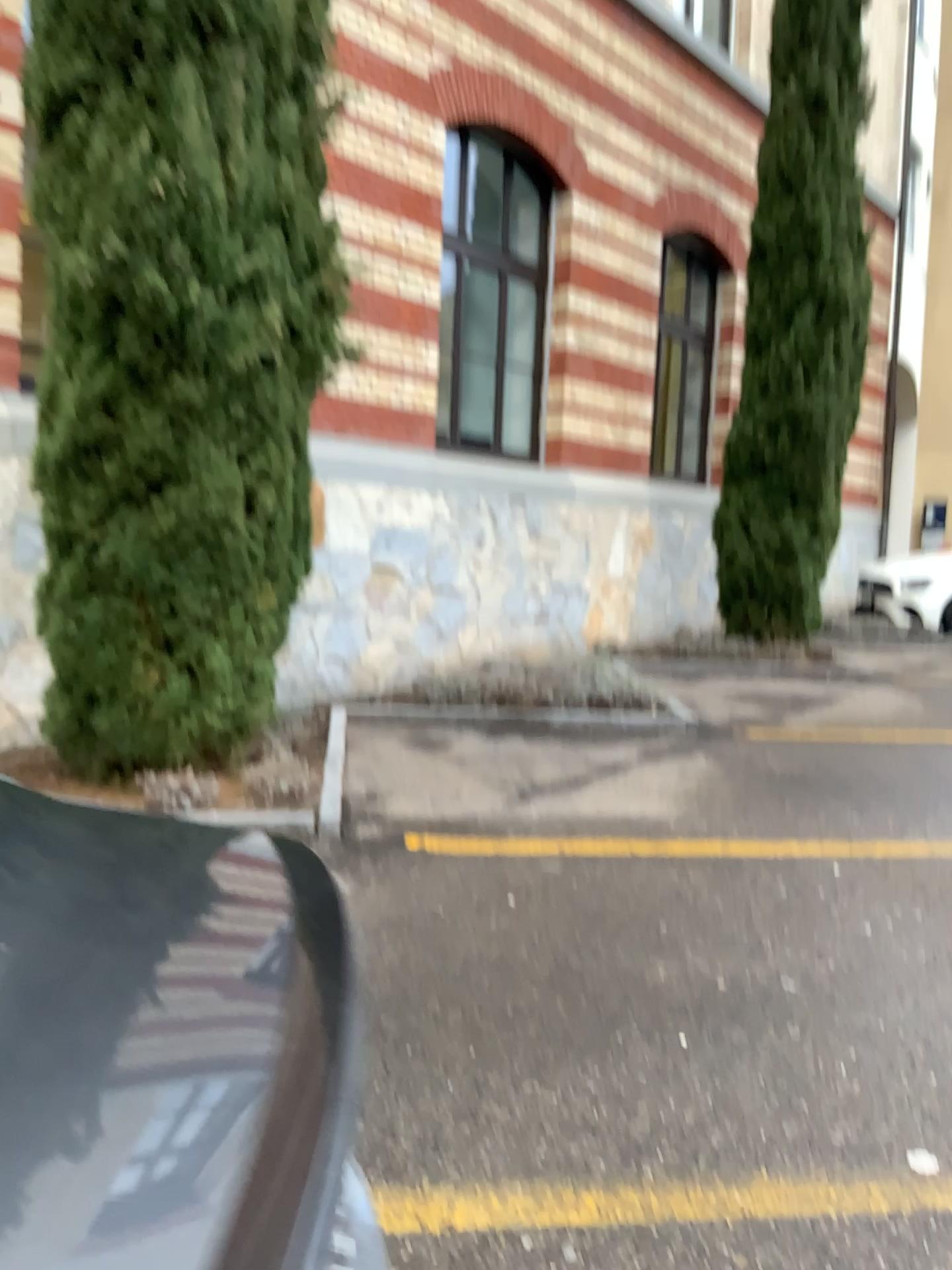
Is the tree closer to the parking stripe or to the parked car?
the parking stripe

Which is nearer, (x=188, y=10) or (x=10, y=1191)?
(x=10, y=1191)

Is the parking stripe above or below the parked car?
below

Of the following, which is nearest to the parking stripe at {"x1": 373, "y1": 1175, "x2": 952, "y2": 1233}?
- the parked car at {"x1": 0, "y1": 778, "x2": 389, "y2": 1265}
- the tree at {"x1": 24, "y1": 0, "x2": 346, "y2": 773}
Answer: the parked car at {"x1": 0, "y1": 778, "x2": 389, "y2": 1265}

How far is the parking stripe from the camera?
2.1 meters

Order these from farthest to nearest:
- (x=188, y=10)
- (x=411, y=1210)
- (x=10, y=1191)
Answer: (x=188, y=10)
(x=411, y=1210)
(x=10, y=1191)

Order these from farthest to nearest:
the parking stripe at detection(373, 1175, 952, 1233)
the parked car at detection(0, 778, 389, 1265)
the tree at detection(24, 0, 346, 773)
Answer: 1. the tree at detection(24, 0, 346, 773)
2. the parking stripe at detection(373, 1175, 952, 1233)
3. the parked car at detection(0, 778, 389, 1265)

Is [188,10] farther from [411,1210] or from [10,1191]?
[10,1191]

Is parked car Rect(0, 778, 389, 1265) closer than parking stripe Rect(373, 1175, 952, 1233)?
Yes

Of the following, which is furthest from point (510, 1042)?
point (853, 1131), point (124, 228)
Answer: point (124, 228)
